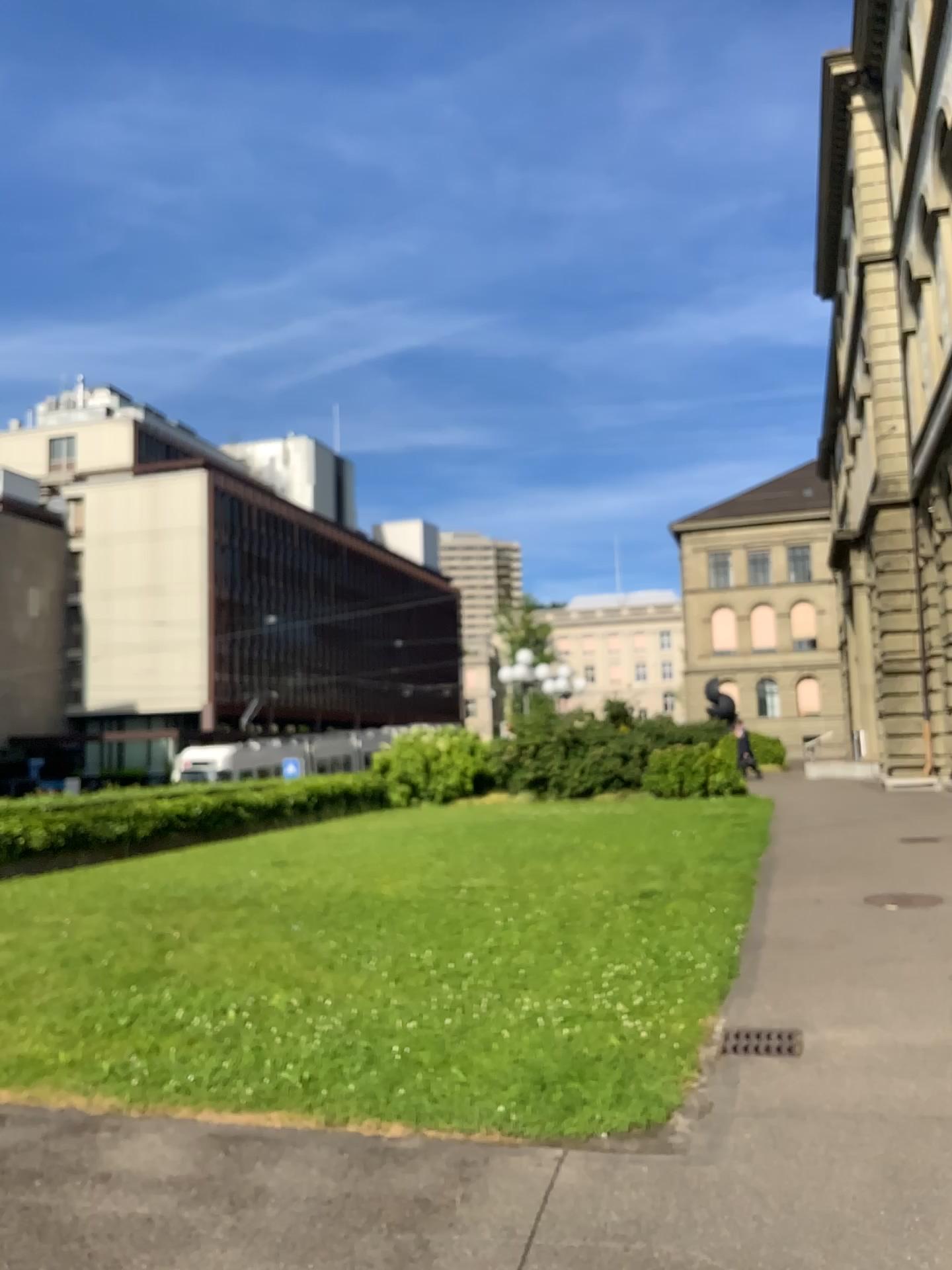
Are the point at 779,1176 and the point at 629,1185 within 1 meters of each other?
yes
